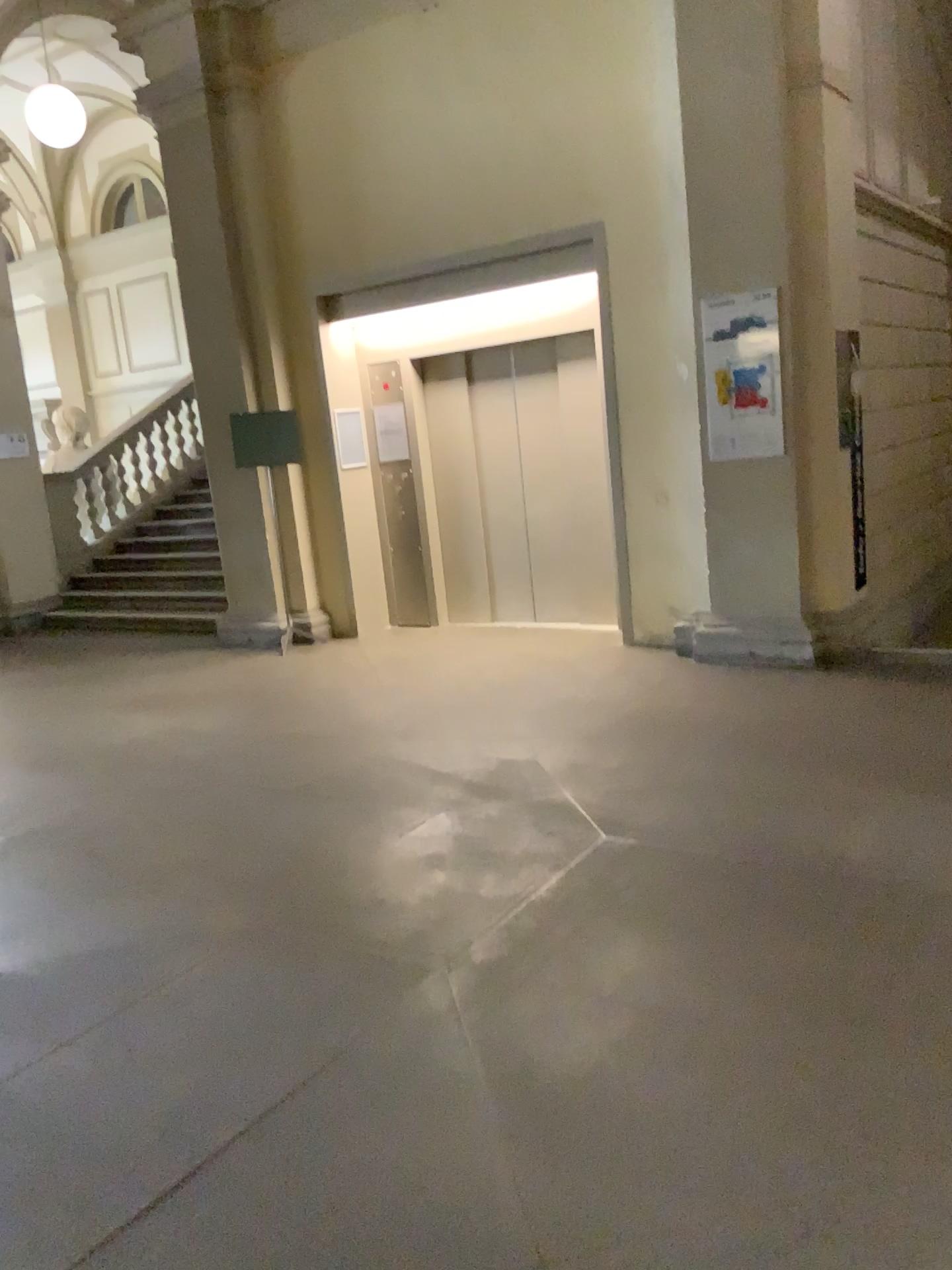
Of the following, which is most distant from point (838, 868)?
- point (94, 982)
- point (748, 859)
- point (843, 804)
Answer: point (94, 982)
